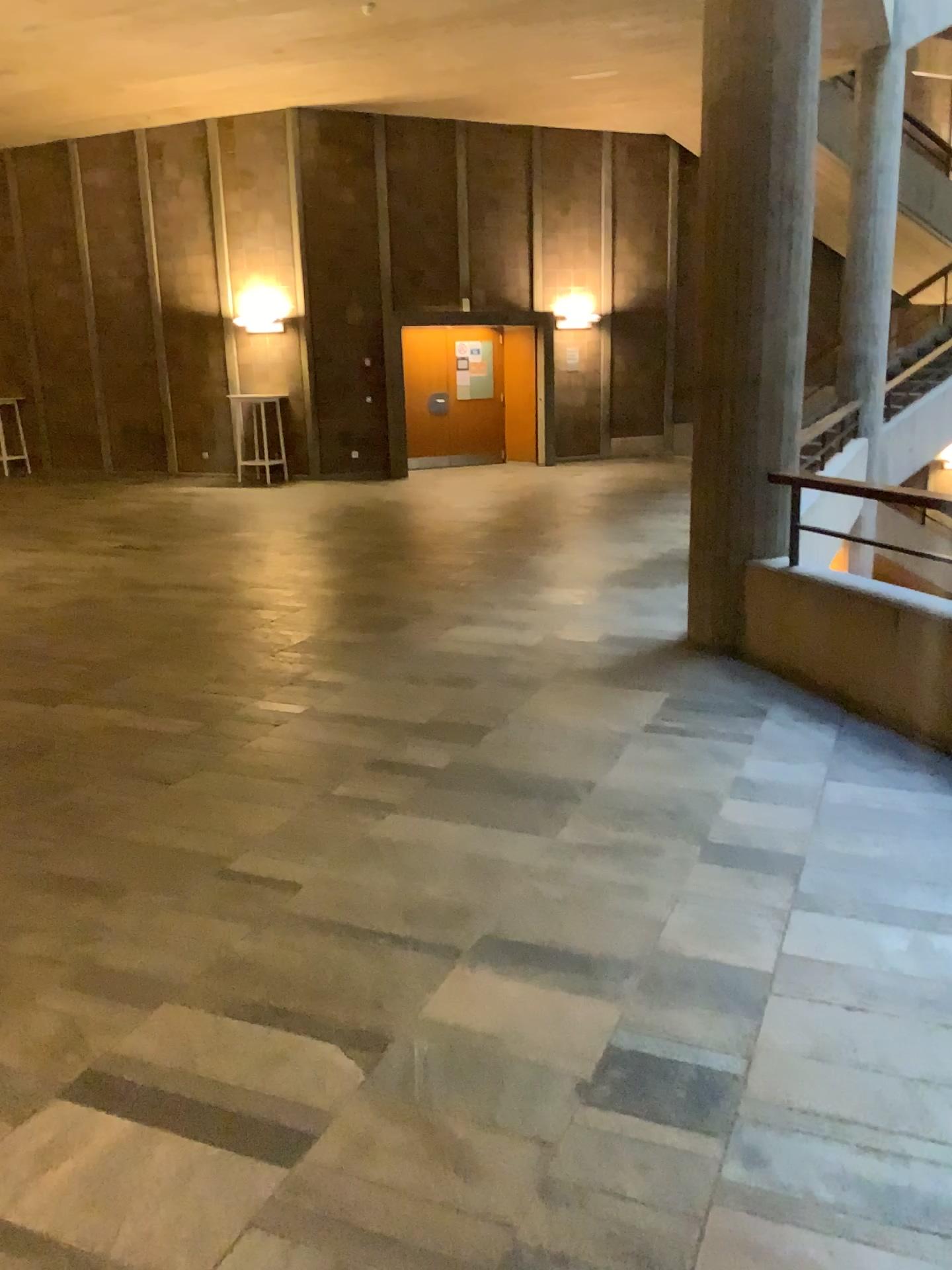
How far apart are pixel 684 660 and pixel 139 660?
2.8m
